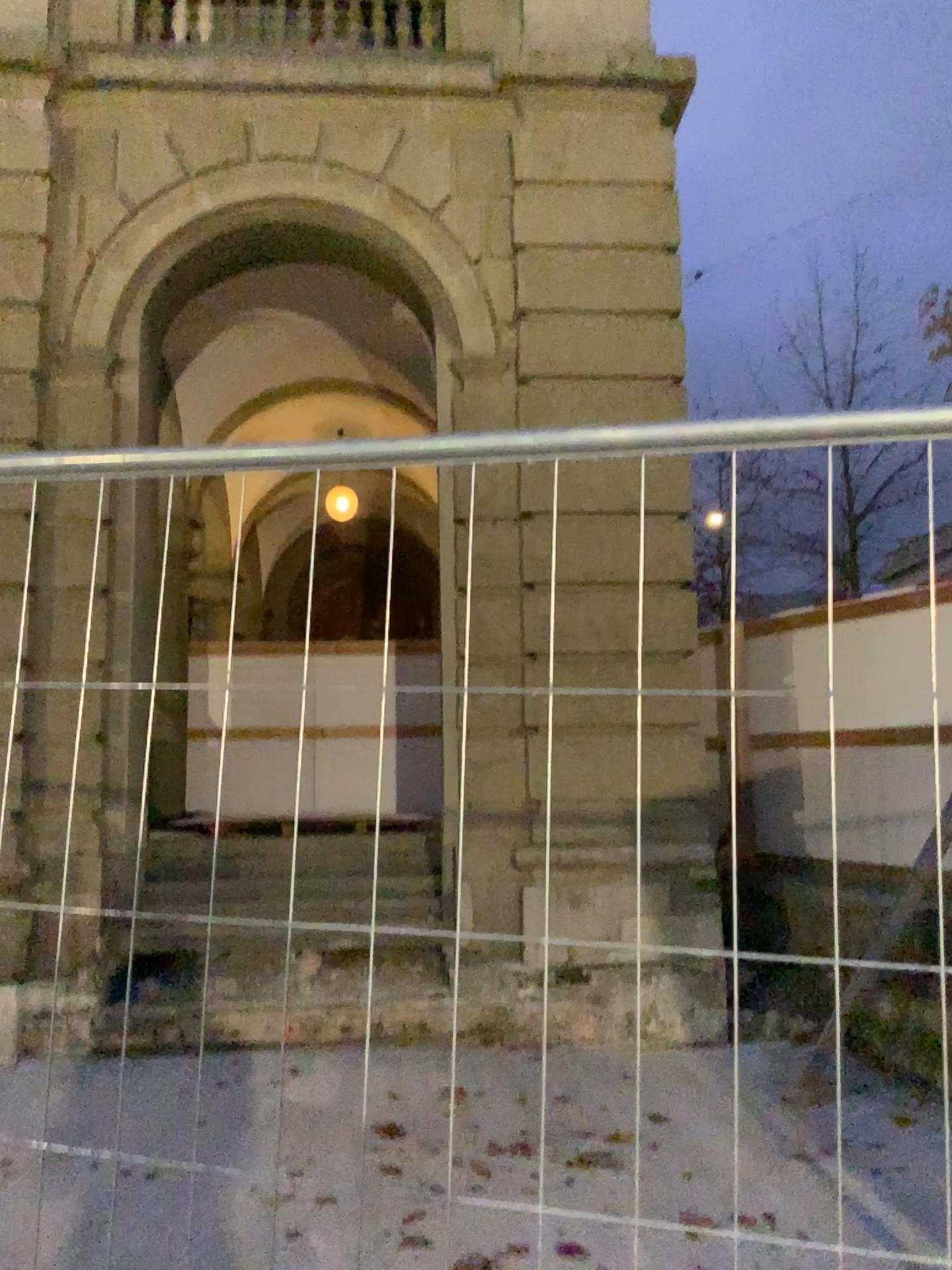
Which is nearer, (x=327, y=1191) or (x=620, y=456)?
(x=620, y=456)
